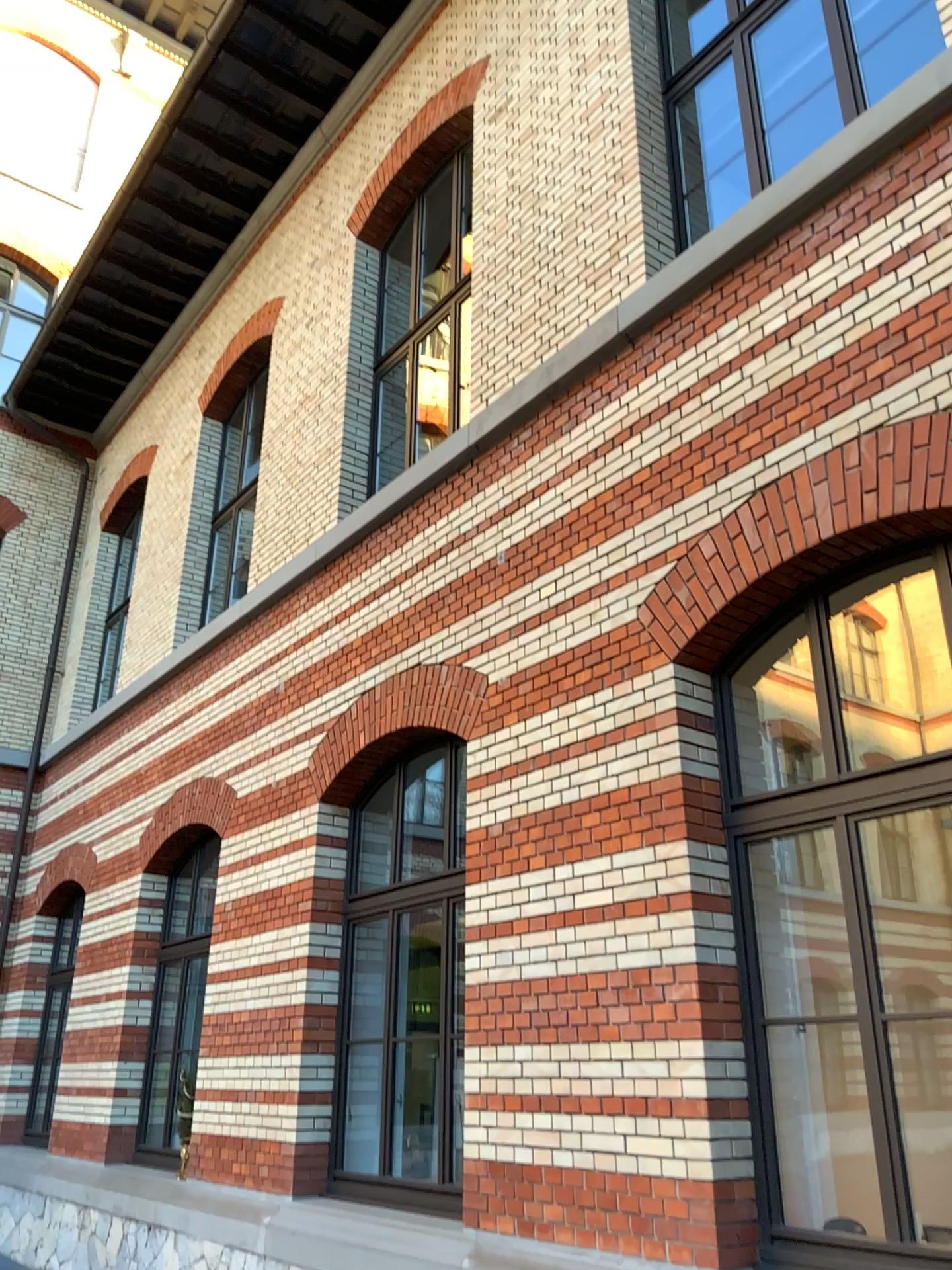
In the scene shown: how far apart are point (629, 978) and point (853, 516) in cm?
210
